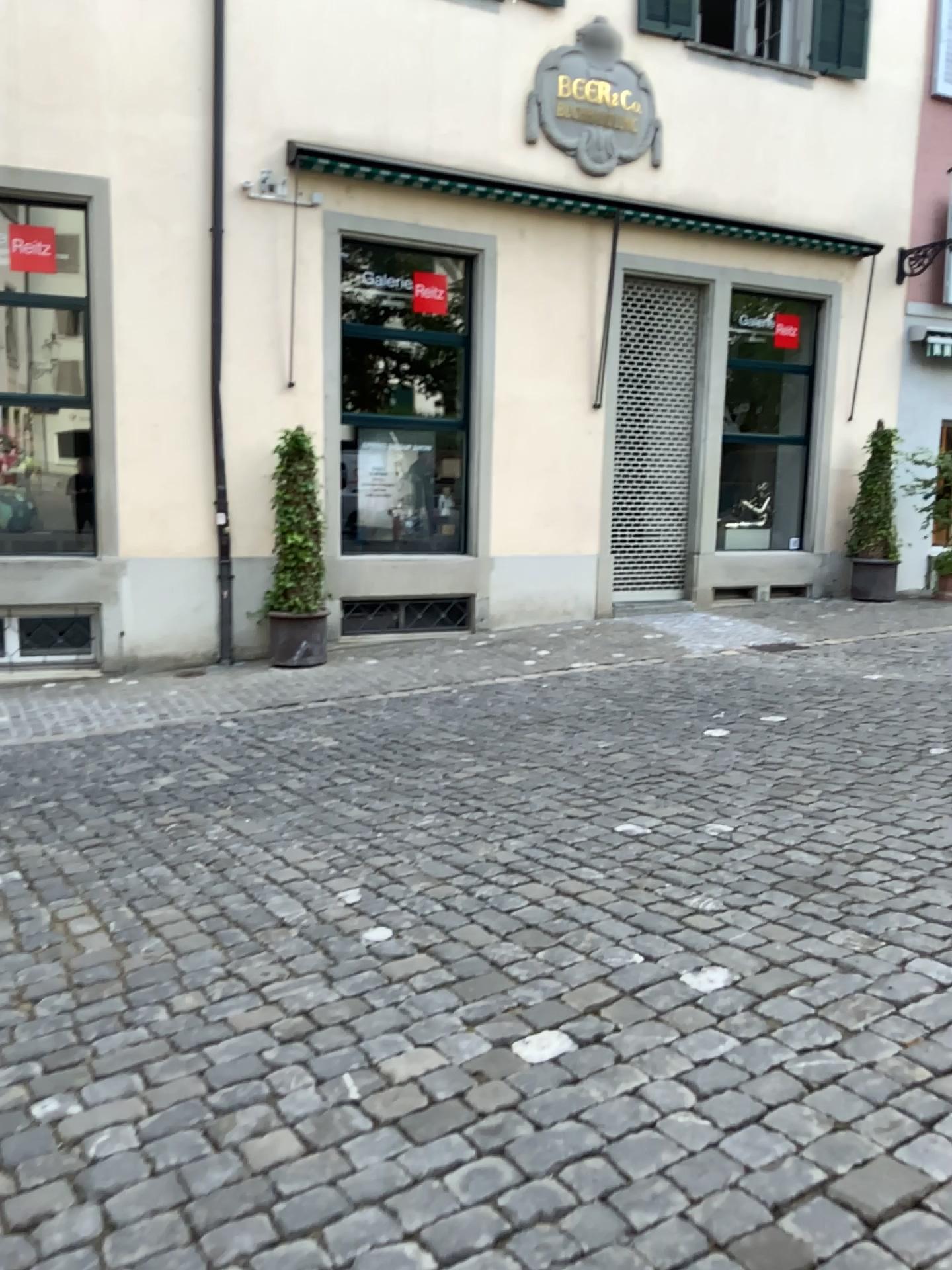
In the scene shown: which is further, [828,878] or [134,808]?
[134,808]
